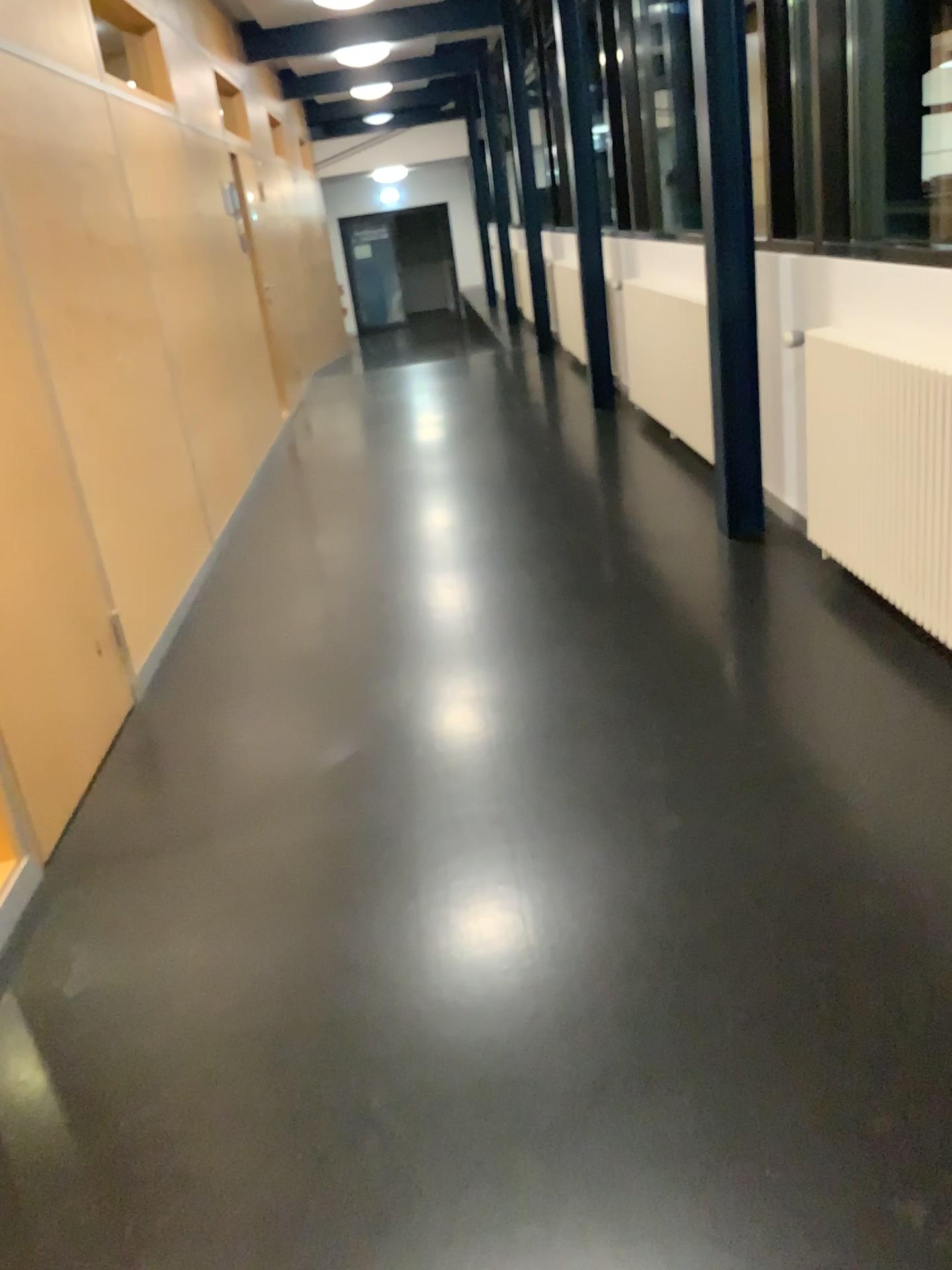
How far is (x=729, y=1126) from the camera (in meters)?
1.67
